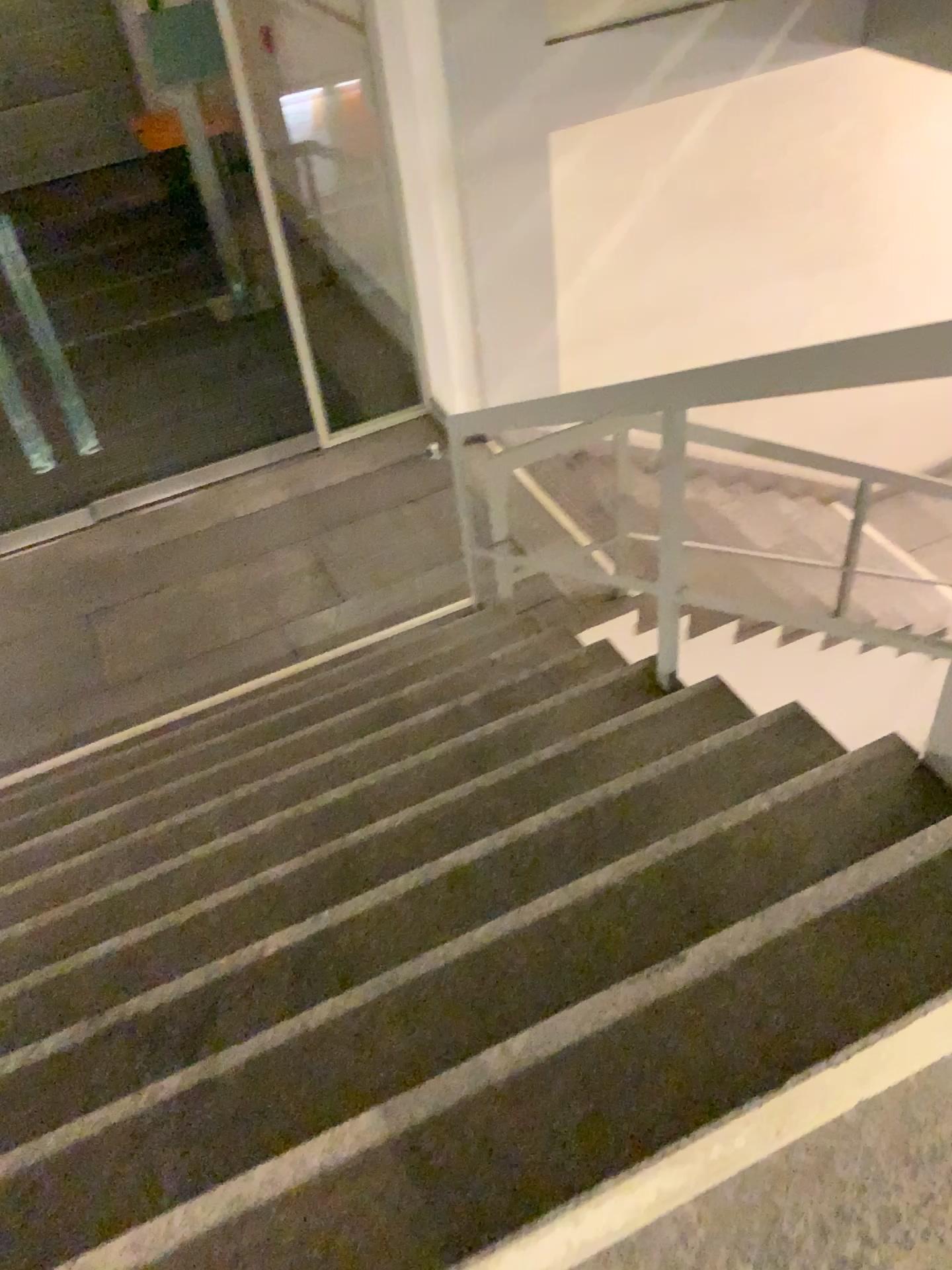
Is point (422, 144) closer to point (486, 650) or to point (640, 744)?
point (486, 650)
